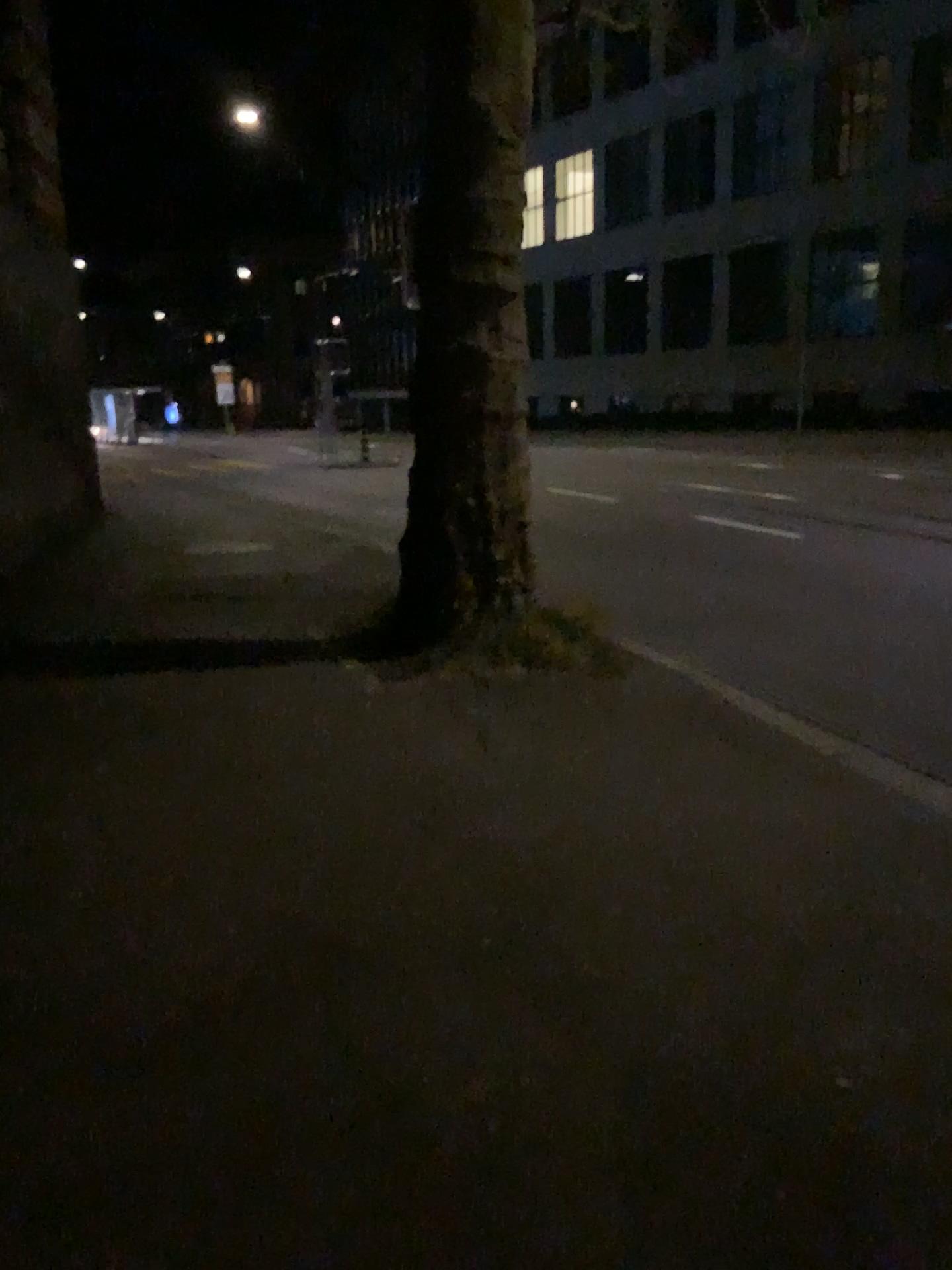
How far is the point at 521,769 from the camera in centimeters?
453cm
